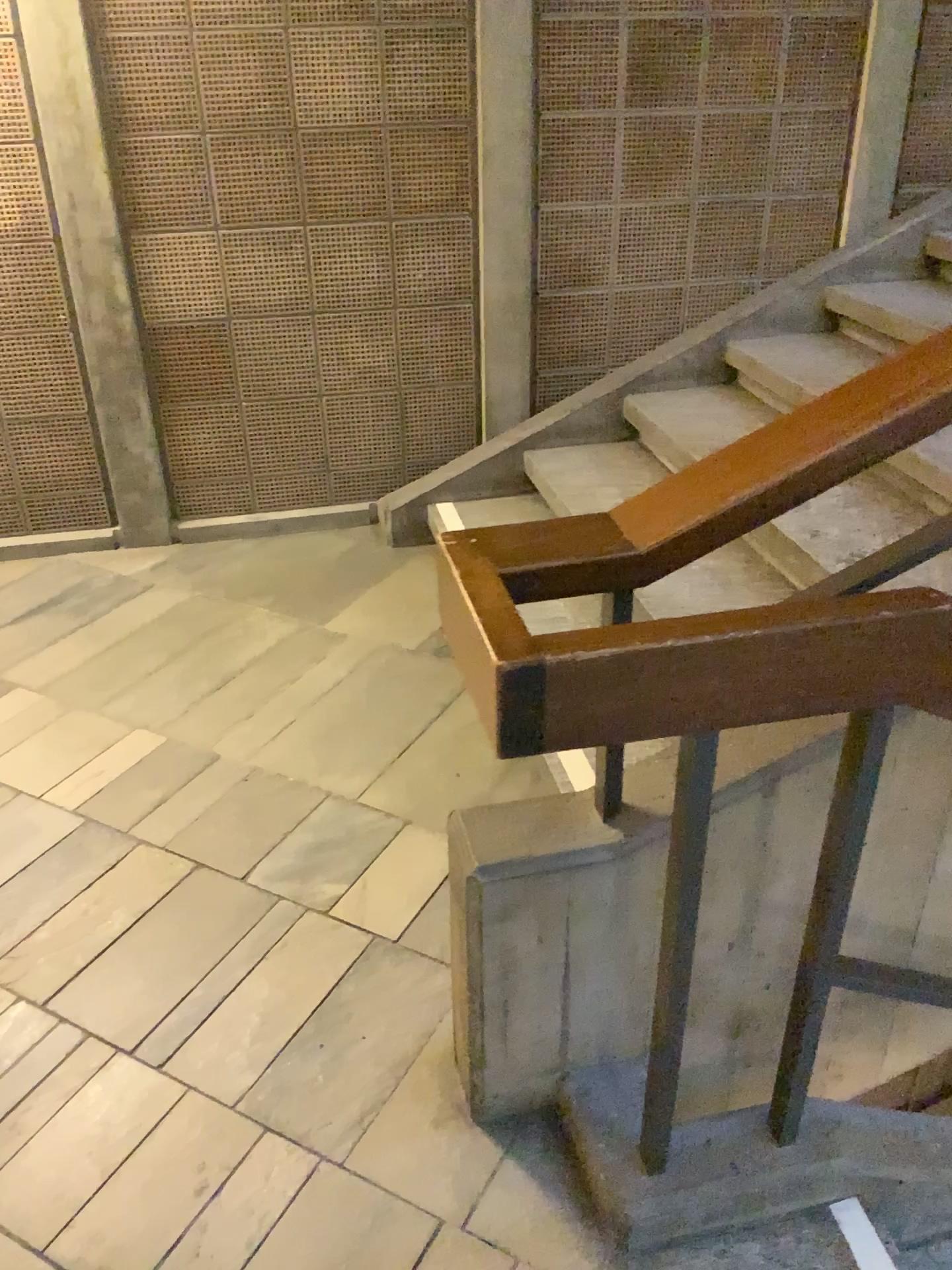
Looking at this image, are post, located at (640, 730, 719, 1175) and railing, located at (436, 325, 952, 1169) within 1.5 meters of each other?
yes

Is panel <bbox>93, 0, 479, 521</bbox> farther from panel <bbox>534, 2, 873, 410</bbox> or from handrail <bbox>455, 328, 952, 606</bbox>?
handrail <bbox>455, 328, 952, 606</bbox>

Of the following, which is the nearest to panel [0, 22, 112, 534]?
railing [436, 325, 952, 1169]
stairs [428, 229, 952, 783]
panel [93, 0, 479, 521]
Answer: panel [93, 0, 479, 521]

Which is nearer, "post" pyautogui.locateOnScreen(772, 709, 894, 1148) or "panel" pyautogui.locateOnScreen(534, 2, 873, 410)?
"post" pyautogui.locateOnScreen(772, 709, 894, 1148)

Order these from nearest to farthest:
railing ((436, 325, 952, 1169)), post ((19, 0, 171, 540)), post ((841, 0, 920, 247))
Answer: railing ((436, 325, 952, 1169)), post ((19, 0, 171, 540)), post ((841, 0, 920, 247))

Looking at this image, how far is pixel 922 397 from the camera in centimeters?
118cm

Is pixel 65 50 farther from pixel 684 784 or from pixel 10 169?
pixel 684 784

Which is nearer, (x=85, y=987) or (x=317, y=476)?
(x=85, y=987)

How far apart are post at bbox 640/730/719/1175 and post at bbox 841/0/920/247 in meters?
2.8

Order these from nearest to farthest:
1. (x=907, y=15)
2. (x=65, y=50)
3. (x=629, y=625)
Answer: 1. (x=629, y=625)
2. (x=65, y=50)
3. (x=907, y=15)
